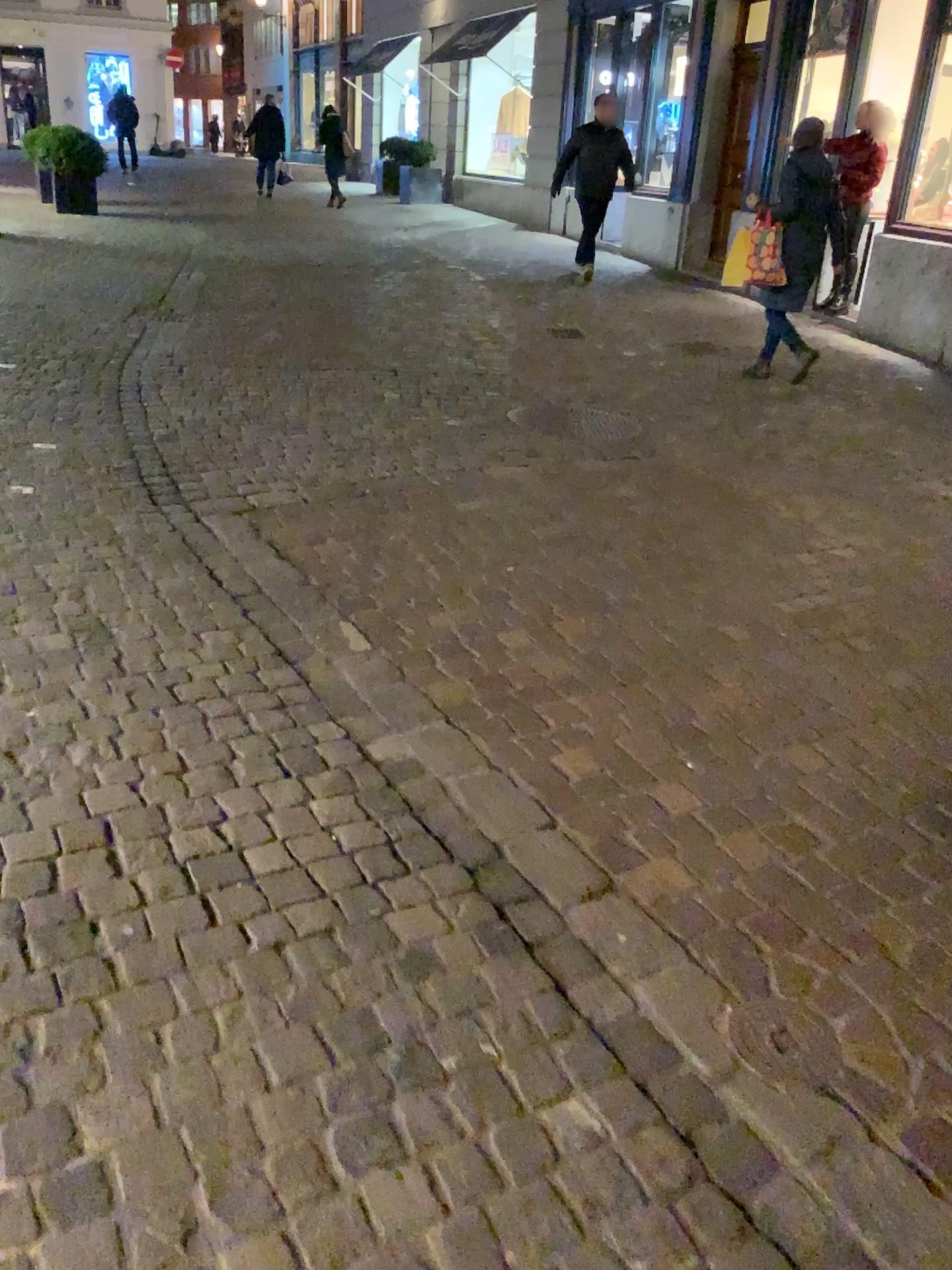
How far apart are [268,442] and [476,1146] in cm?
362
